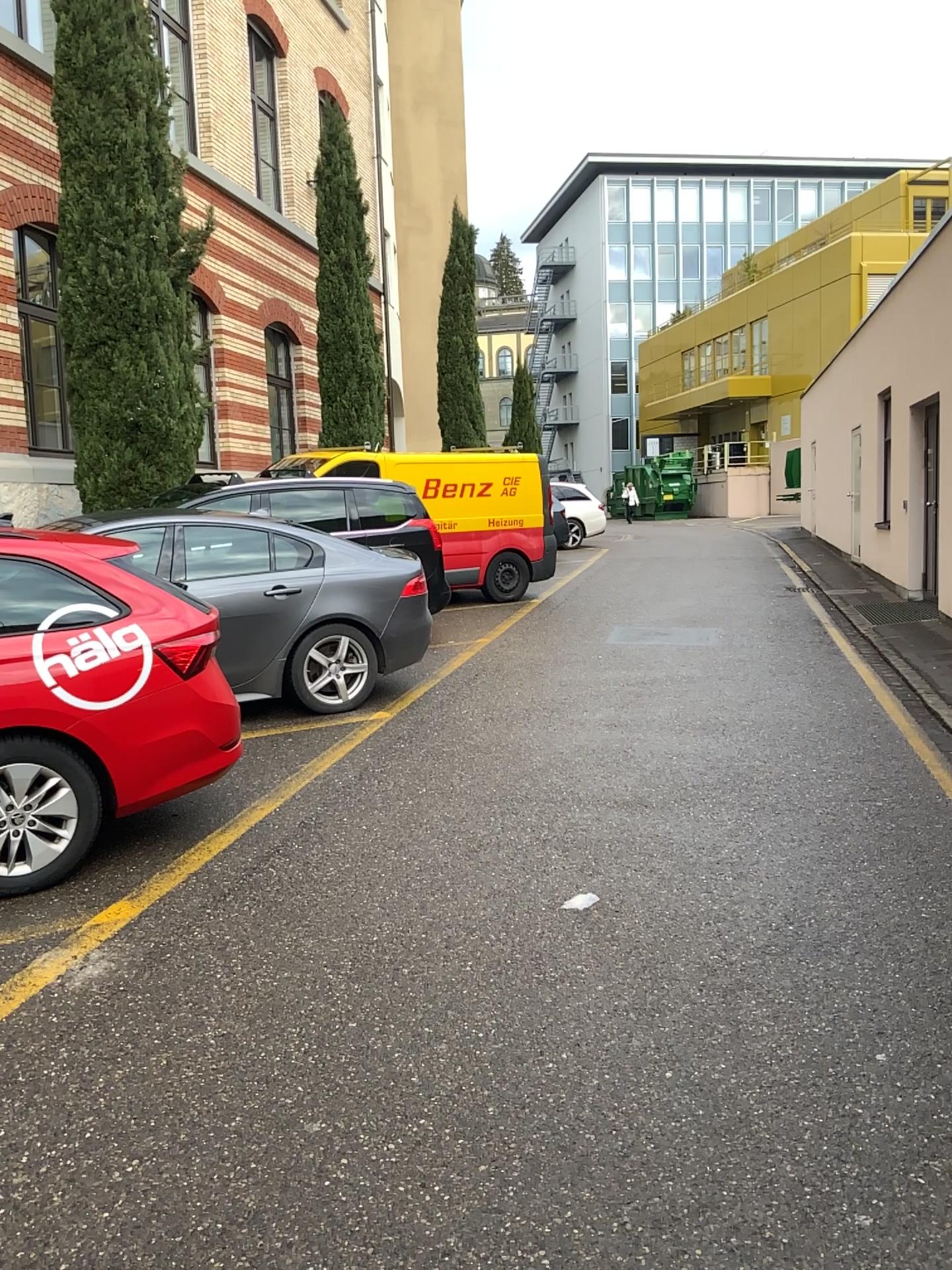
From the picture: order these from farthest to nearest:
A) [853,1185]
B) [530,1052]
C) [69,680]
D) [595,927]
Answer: [69,680], [595,927], [530,1052], [853,1185]
